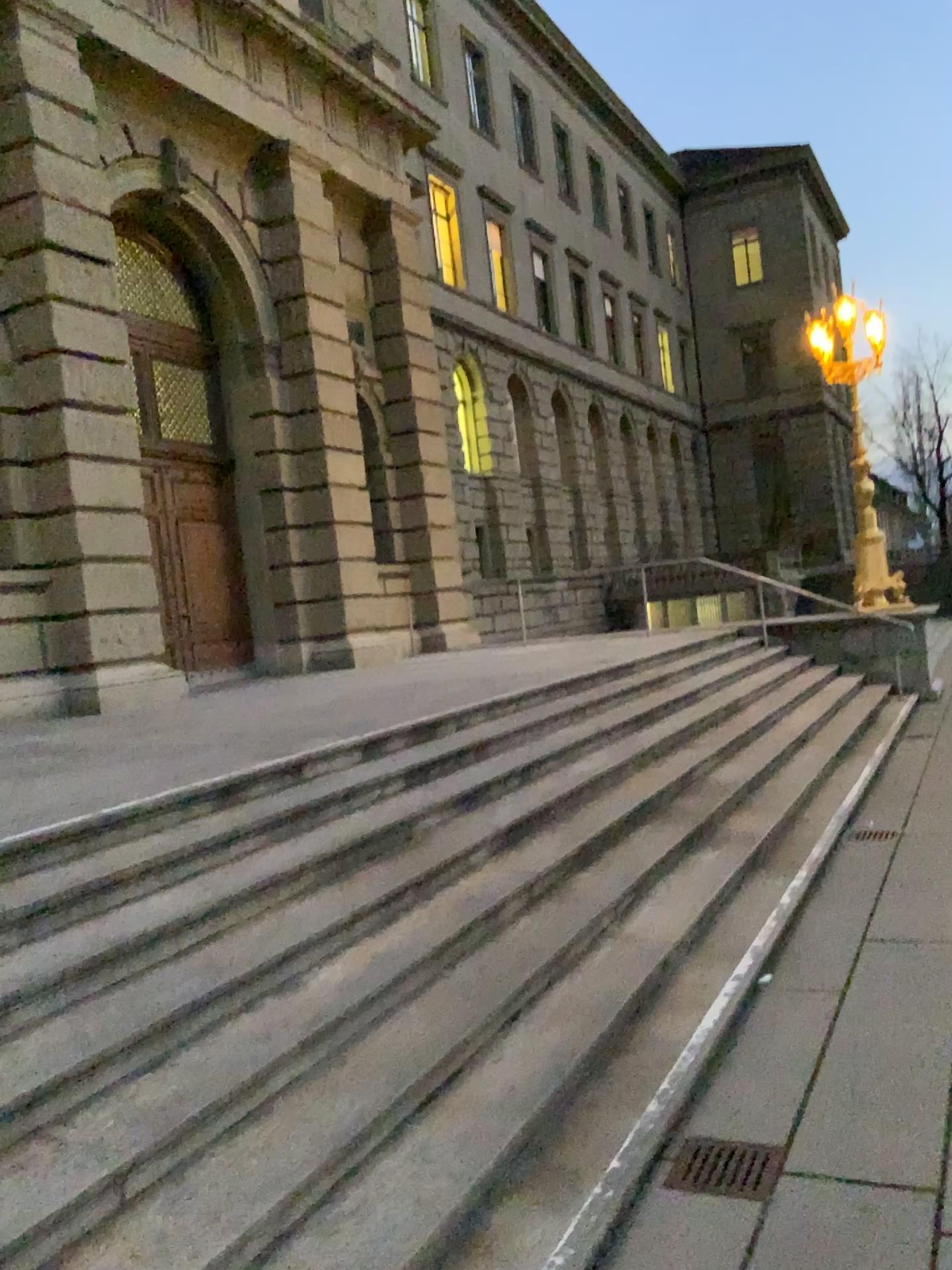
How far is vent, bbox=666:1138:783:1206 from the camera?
3.0m

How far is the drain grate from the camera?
3.03m

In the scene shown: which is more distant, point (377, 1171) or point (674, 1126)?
point (674, 1126)

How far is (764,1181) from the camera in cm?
303

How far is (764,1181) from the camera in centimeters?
303cm
